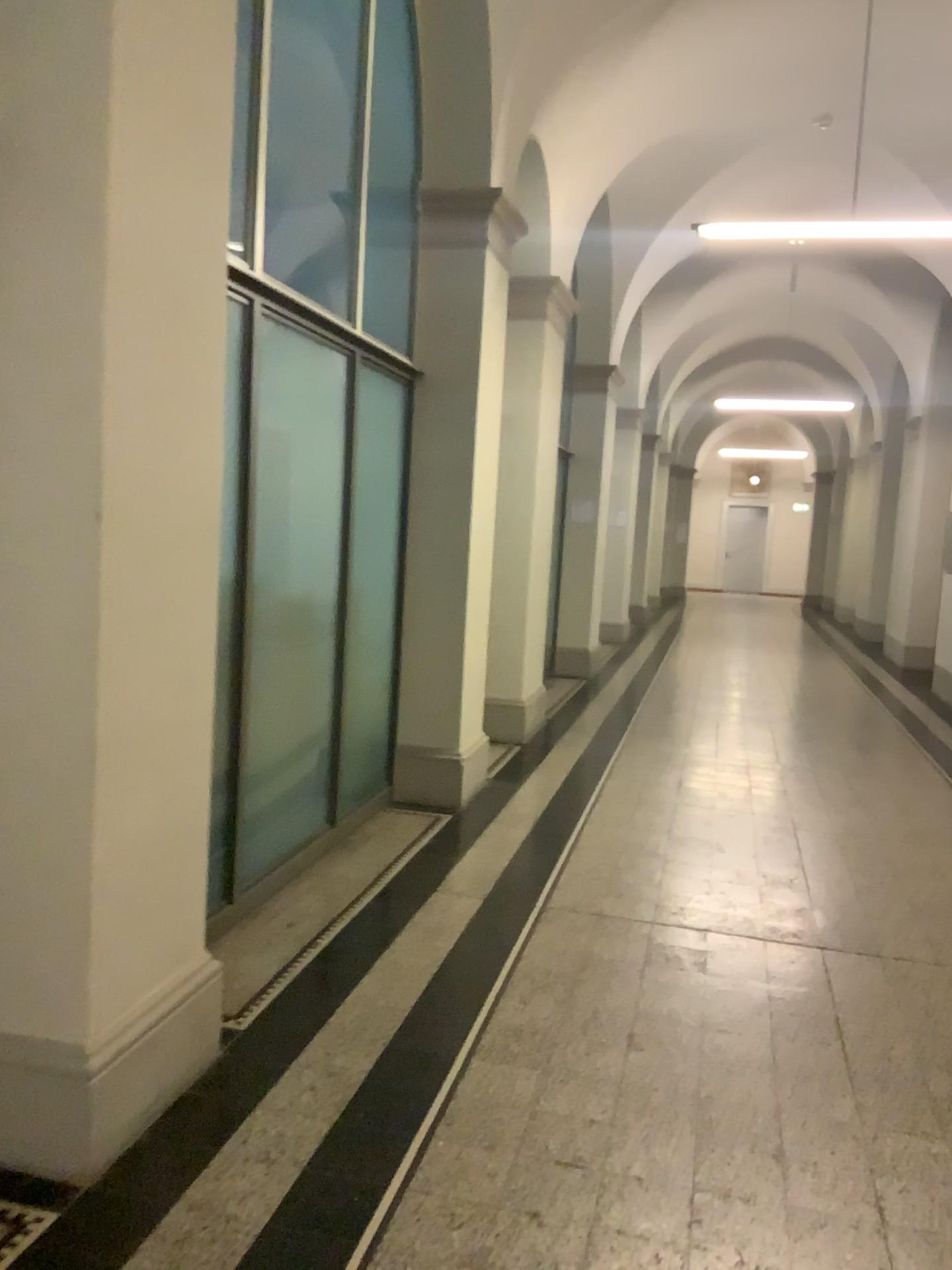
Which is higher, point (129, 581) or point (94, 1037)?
point (129, 581)

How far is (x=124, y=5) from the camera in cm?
216

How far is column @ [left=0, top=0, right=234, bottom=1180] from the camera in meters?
2.2
